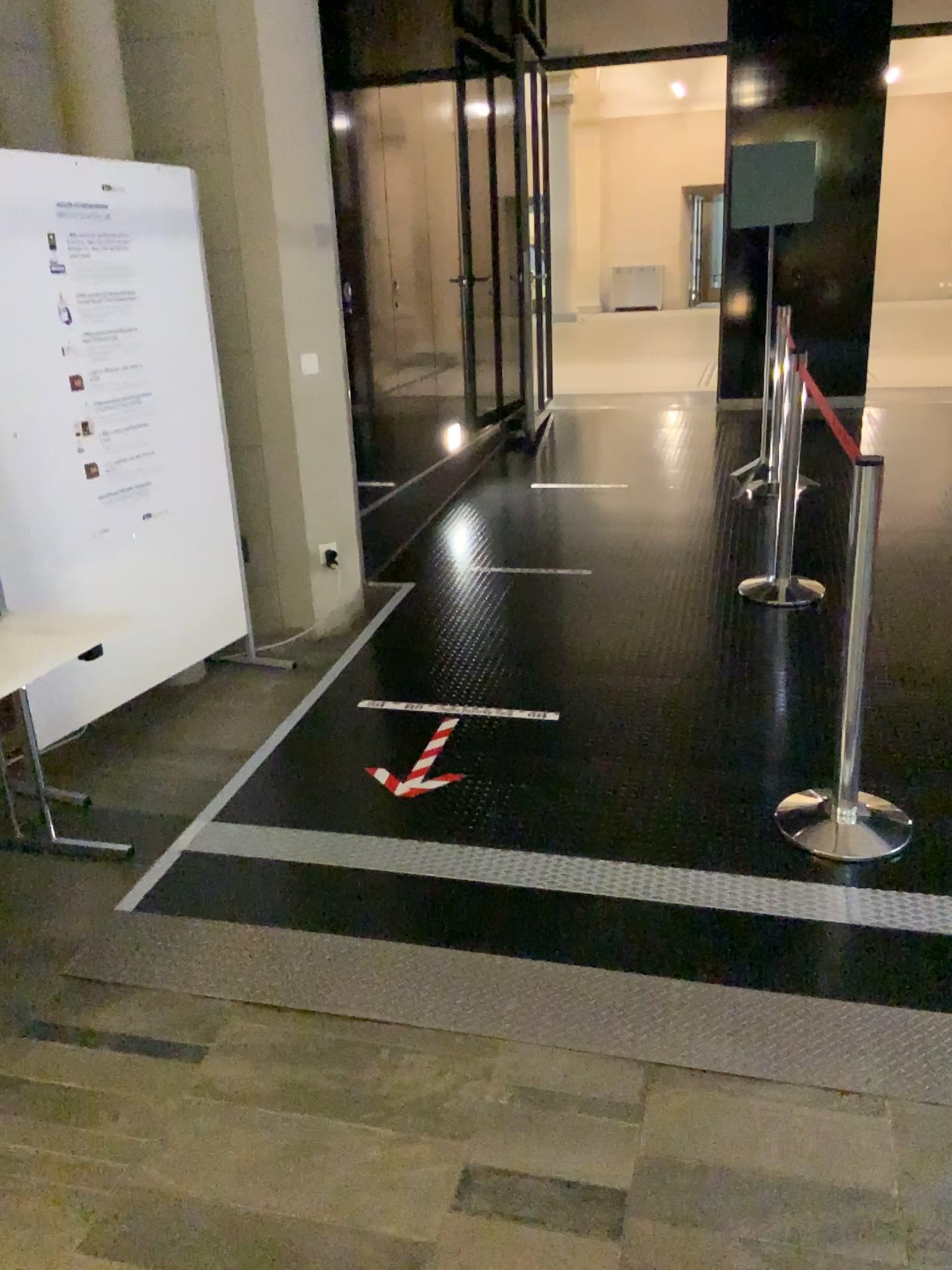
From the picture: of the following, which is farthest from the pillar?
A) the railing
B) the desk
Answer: the railing

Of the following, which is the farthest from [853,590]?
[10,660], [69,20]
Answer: [69,20]

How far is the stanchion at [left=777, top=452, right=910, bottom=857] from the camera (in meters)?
2.63

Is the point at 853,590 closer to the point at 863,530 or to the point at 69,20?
the point at 863,530

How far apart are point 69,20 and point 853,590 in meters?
3.2

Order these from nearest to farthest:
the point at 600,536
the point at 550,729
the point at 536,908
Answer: the point at 536,908
the point at 550,729
the point at 600,536

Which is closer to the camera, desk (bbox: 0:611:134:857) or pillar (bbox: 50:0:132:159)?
desk (bbox: 0:611:134:857)

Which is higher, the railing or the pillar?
the pillar

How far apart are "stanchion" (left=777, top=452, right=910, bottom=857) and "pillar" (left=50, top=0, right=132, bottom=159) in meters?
2.8 m

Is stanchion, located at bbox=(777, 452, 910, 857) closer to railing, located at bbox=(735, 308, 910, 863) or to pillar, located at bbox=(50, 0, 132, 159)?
railing, located at bbox=(735, 308, 910, 863)
